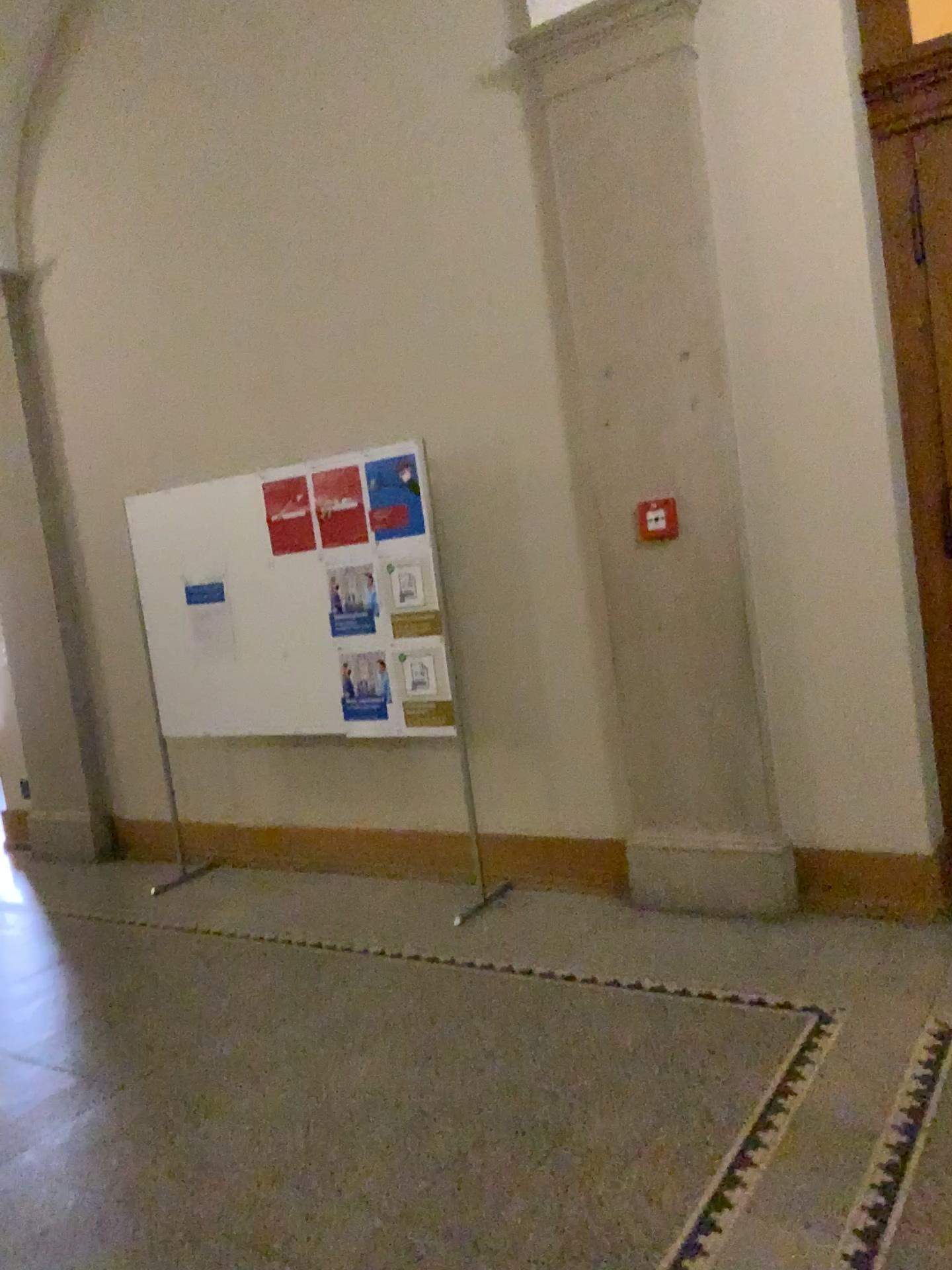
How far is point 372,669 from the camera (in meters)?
4.51

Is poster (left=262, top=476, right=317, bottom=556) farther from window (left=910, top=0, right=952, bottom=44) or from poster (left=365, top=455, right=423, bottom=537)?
window (left=910, top=0, right=952, bottom=44)

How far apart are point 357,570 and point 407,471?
0.5m

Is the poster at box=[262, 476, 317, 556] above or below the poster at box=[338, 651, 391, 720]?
above

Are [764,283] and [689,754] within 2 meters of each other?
yes

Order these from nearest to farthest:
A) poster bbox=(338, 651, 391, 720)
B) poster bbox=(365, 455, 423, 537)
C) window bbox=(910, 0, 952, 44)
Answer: window bbox=(910, 0, 952, 44), poster bbox=(365, 455, 423, 537), poster bbox=(338, 651, 391, 720)

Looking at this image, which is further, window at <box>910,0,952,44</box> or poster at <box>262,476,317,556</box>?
poster at <box>262,476,317,556</box>

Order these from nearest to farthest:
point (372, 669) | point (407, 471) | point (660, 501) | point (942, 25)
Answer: point (942, 25)
point (660, 501)
point (407, 471)
point (372, 669)

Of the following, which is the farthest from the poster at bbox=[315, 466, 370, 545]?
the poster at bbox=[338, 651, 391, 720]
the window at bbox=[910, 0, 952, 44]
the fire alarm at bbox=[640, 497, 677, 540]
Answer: the window at bbox=[910, 0, 952, 44]

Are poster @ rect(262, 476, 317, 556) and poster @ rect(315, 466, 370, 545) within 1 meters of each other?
yes
